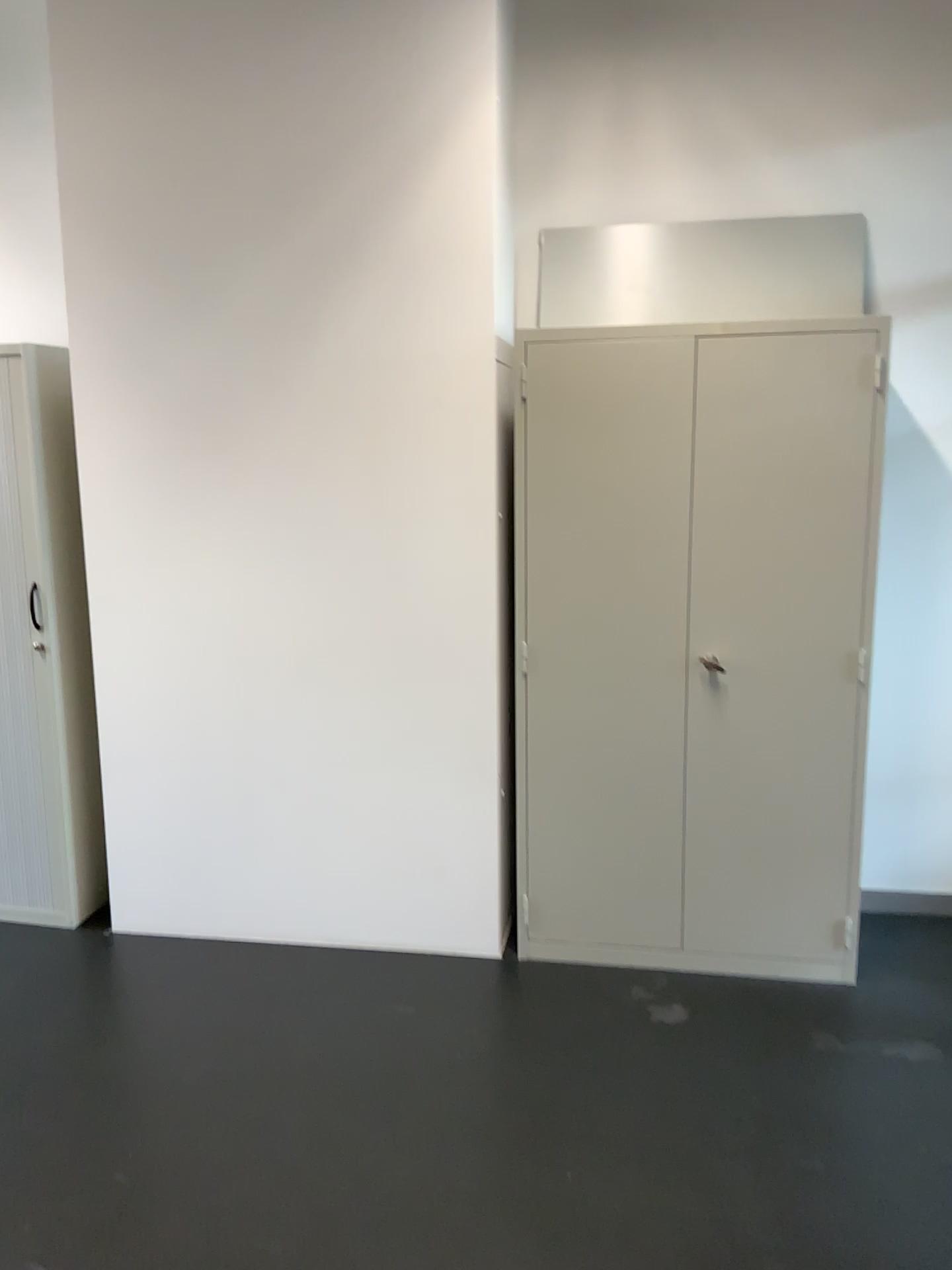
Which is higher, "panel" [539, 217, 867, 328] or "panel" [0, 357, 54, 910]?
"panel" [539, 217, 867, 328]

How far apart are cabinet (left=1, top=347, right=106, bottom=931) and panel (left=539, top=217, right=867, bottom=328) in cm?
152

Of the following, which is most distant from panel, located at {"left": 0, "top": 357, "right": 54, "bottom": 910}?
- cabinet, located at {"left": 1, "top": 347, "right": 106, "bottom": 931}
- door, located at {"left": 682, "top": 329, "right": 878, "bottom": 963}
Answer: door, located at {"left": 682, "top": 329, "right": 878, "bottom": 963}

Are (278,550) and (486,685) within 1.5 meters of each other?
yes

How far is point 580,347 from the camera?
2.9 meters

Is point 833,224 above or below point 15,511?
above

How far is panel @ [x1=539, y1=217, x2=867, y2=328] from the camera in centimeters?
323cm

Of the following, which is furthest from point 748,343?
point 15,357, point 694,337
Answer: point 15,357

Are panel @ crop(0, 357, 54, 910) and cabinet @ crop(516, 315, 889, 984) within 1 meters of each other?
no

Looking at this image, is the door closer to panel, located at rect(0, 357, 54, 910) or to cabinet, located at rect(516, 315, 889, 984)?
cabinet, located at rect(516, 315, 889, 984)
